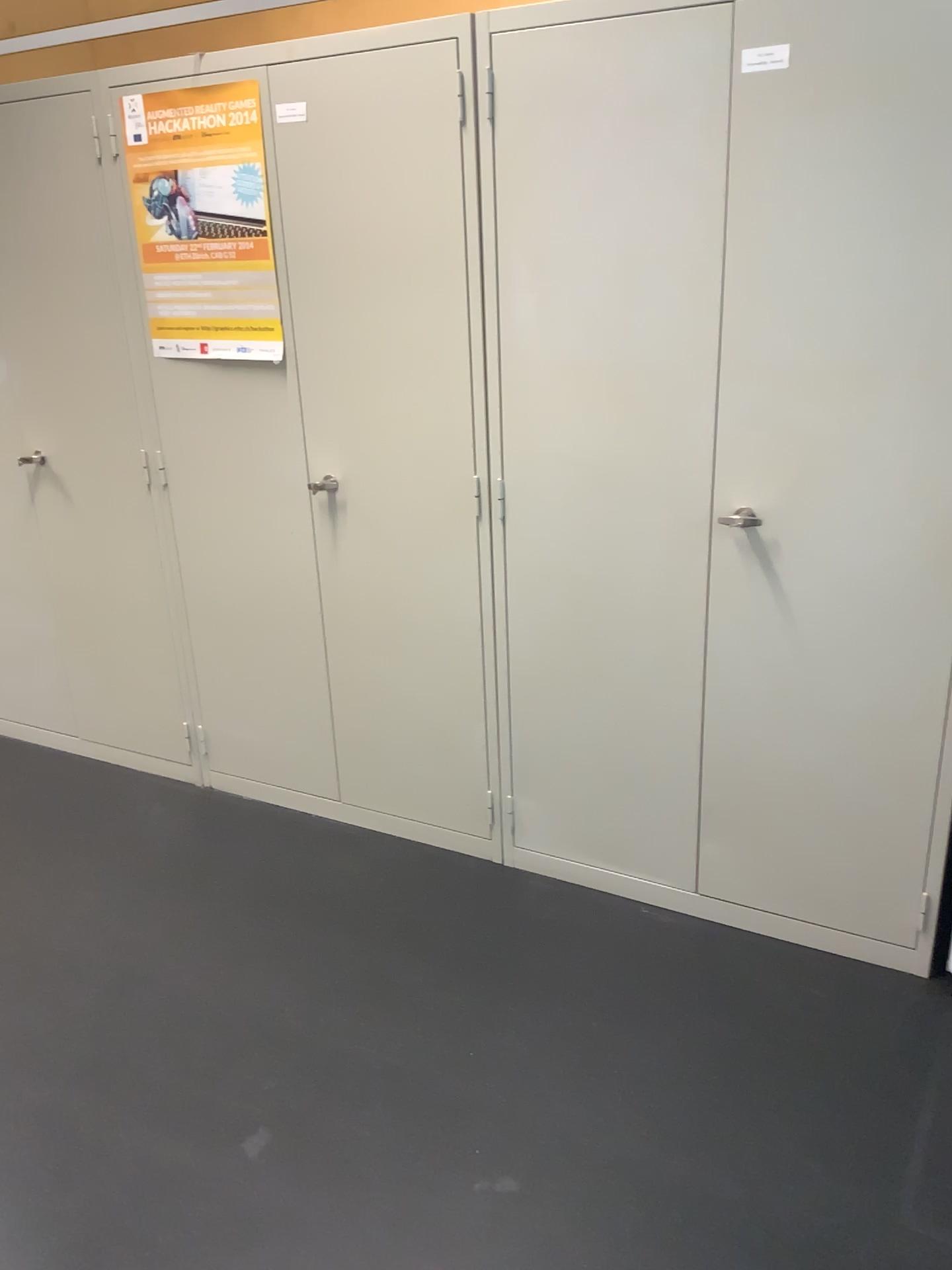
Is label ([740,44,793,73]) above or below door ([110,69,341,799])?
above

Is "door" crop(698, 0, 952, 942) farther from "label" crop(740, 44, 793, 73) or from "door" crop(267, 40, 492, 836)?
"door" crop(267, 40, 492, 836)

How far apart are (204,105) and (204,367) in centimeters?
59cm

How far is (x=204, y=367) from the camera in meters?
2.6

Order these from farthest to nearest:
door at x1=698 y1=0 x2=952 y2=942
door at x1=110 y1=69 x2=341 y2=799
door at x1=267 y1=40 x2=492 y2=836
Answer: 1. door at x1=110 y1=69 x2=341 y2=799
2. door at x1=267 y1=40 x2=492 y2=836
3. door at x1=698 y1=0 x2=952 y2=942

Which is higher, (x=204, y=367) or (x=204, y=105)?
(x=204, y=105)

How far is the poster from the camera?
2.4m

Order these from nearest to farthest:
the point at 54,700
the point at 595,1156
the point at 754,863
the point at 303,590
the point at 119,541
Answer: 1. the point at 595,1156
2. the point at 754,863
3. the point at 303,590
4. the point at 119,541
5. the point at 54,700

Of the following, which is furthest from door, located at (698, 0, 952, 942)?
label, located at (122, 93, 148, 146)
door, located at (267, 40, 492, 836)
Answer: label, located at (122, 93, 148, 146)

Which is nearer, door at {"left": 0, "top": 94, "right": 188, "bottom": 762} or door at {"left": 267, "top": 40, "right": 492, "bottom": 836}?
door at {"left": 267, "top": 40, "right": 492, "bottom": 836}
